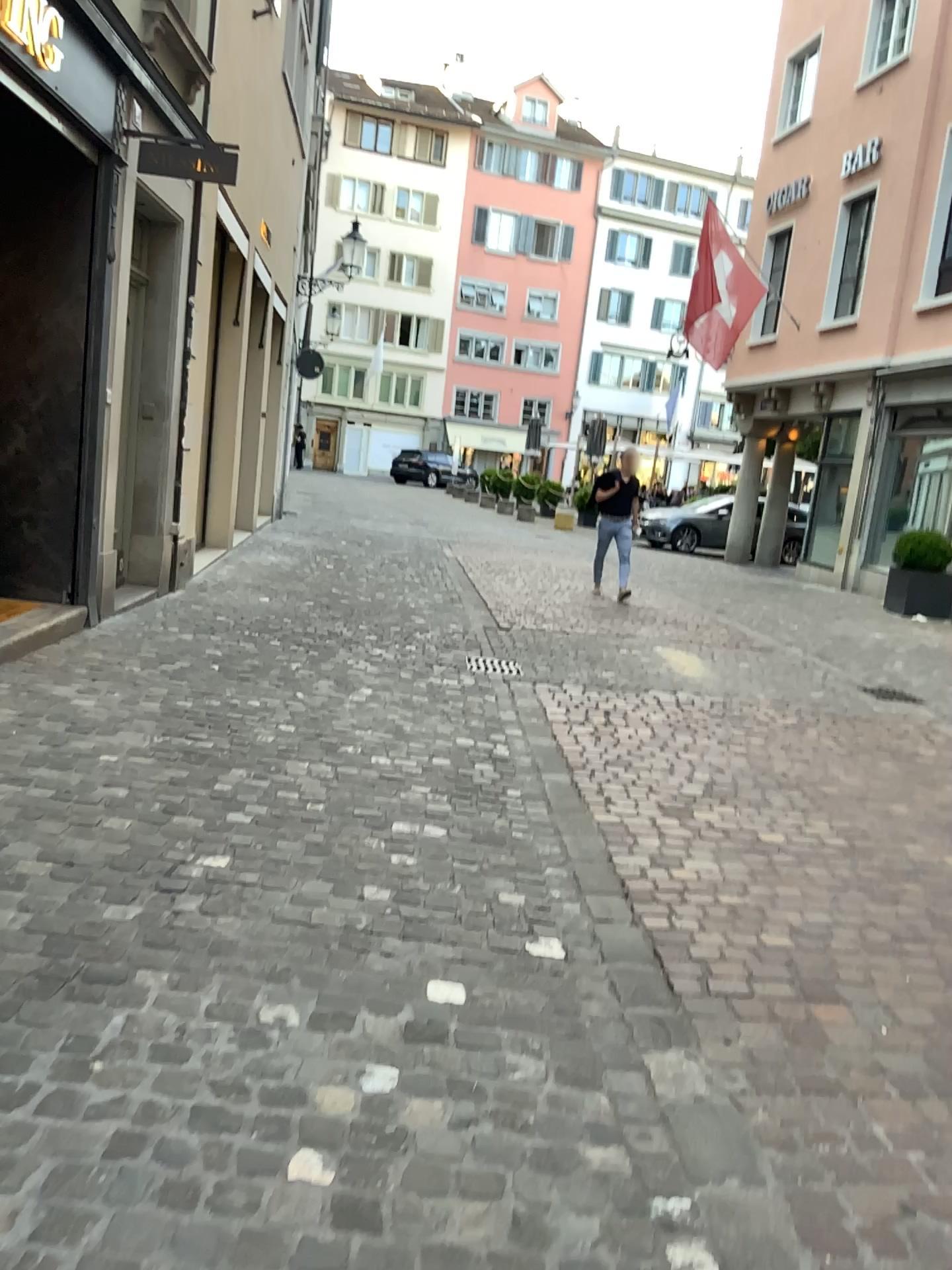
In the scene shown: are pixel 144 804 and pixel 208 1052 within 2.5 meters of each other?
yes
